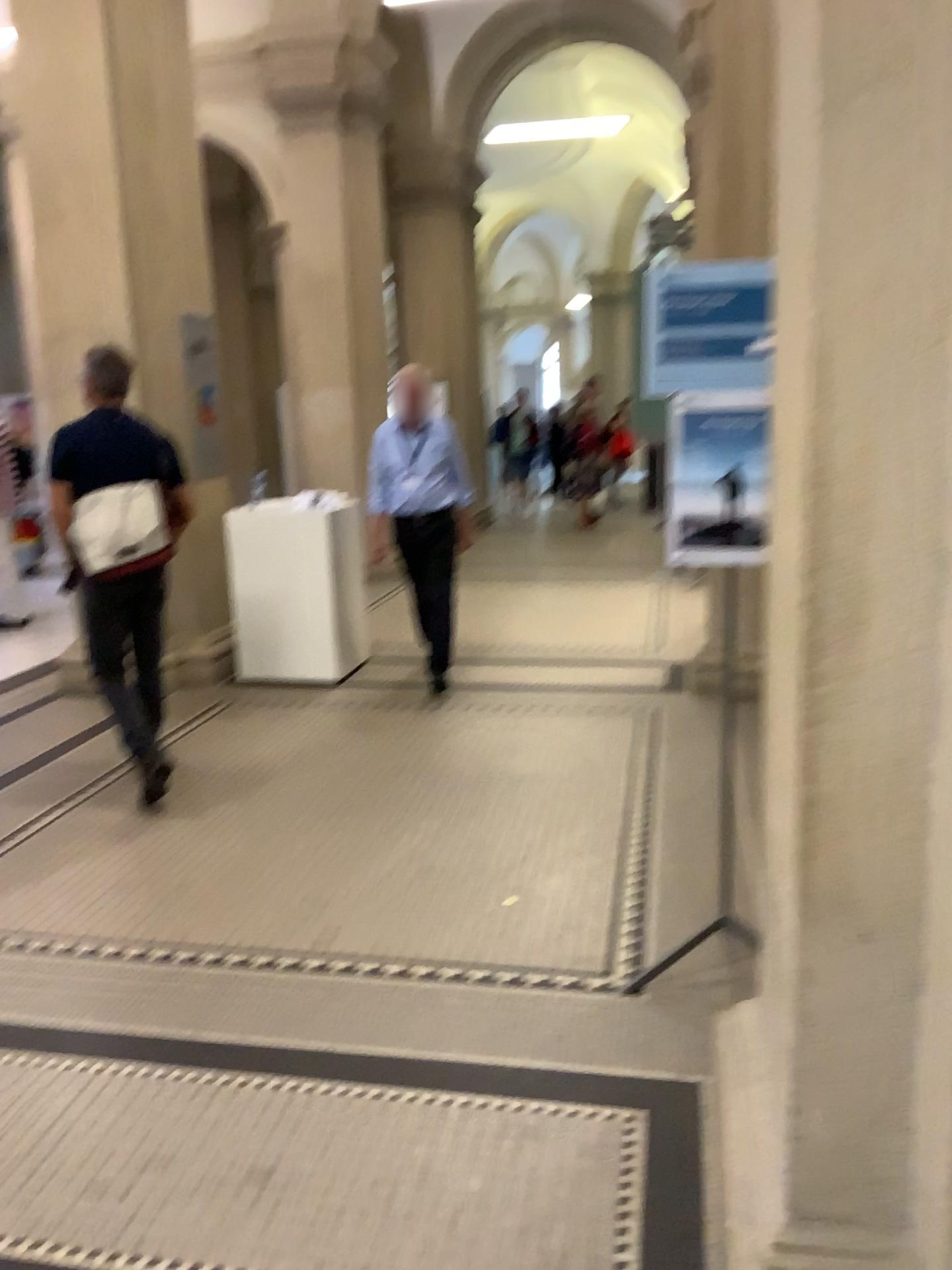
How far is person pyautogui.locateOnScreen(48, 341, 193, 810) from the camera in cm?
407

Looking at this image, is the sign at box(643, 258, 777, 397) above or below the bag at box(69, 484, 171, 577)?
above

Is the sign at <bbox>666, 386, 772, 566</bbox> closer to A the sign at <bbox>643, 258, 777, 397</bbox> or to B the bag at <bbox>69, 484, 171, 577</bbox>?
A the sign at <bbox>643, 258, 777, 397</bbox>

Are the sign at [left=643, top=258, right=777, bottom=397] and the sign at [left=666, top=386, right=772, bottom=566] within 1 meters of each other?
yes

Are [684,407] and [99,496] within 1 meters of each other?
no

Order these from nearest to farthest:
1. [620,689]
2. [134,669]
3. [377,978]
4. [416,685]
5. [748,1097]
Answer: [748,1097] → [377,978] → [134,669] → [620,689] → [416,685]

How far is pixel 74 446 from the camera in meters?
4.1 m

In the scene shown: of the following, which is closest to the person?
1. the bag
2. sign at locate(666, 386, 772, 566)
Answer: the bag

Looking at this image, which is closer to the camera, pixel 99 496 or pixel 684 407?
pixel 684 407

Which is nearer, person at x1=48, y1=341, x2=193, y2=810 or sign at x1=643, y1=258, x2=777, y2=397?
sign at x1=643, y1=258, x2=777, y2=397
